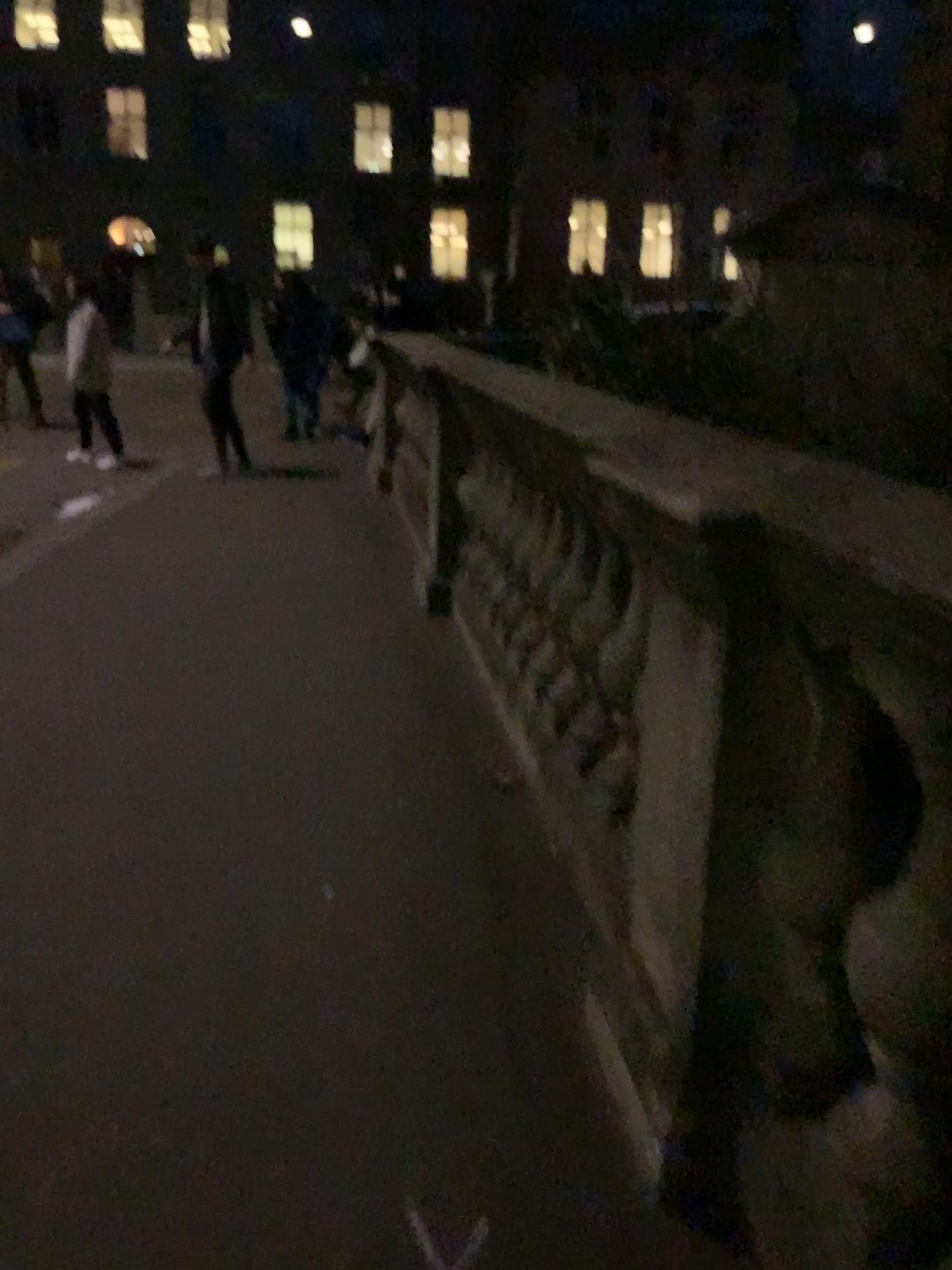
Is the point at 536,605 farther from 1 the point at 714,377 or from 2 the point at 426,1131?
2 the point at 426,1131
